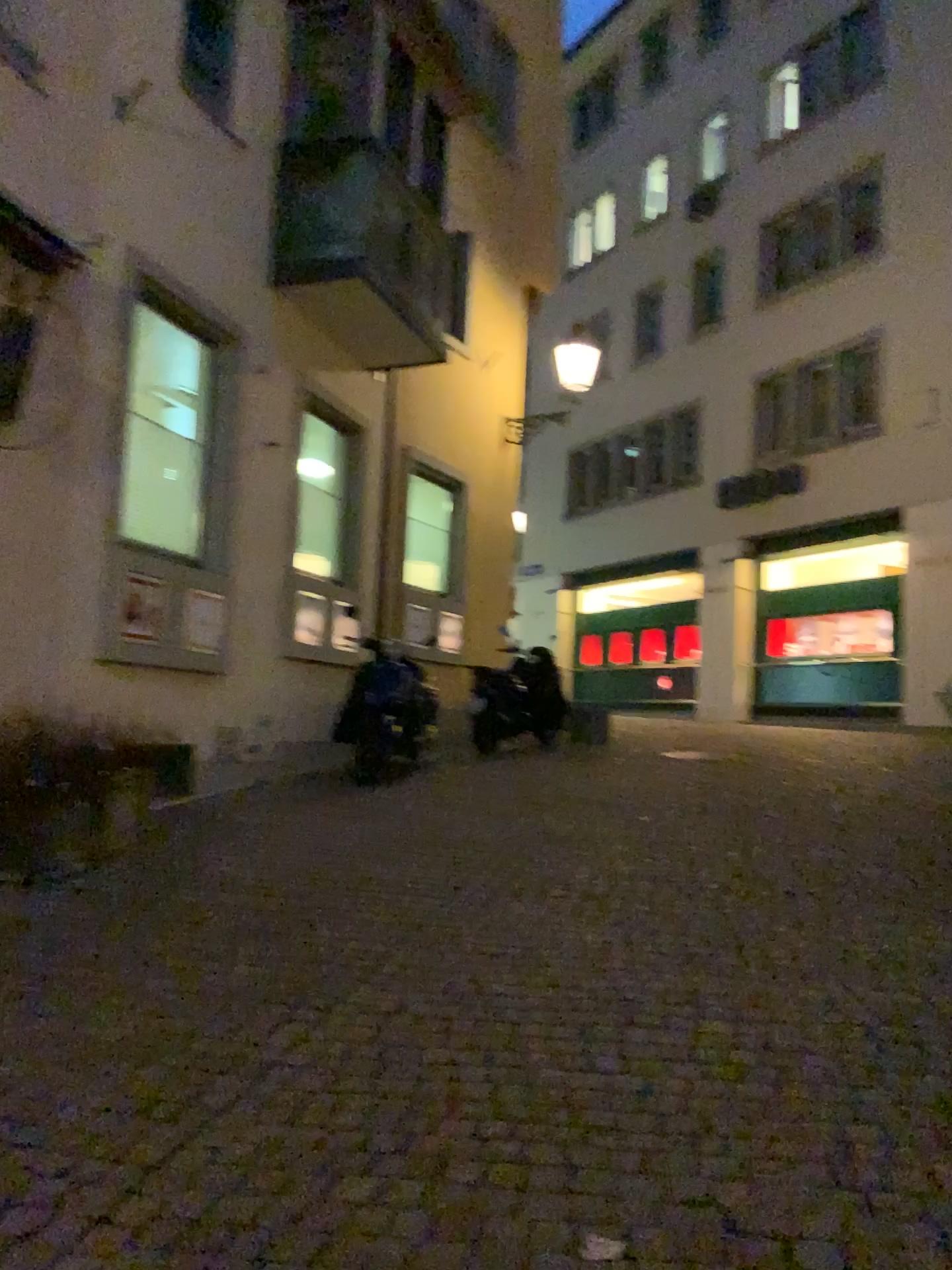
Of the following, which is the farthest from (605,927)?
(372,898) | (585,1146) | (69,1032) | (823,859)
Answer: (69,1032)
